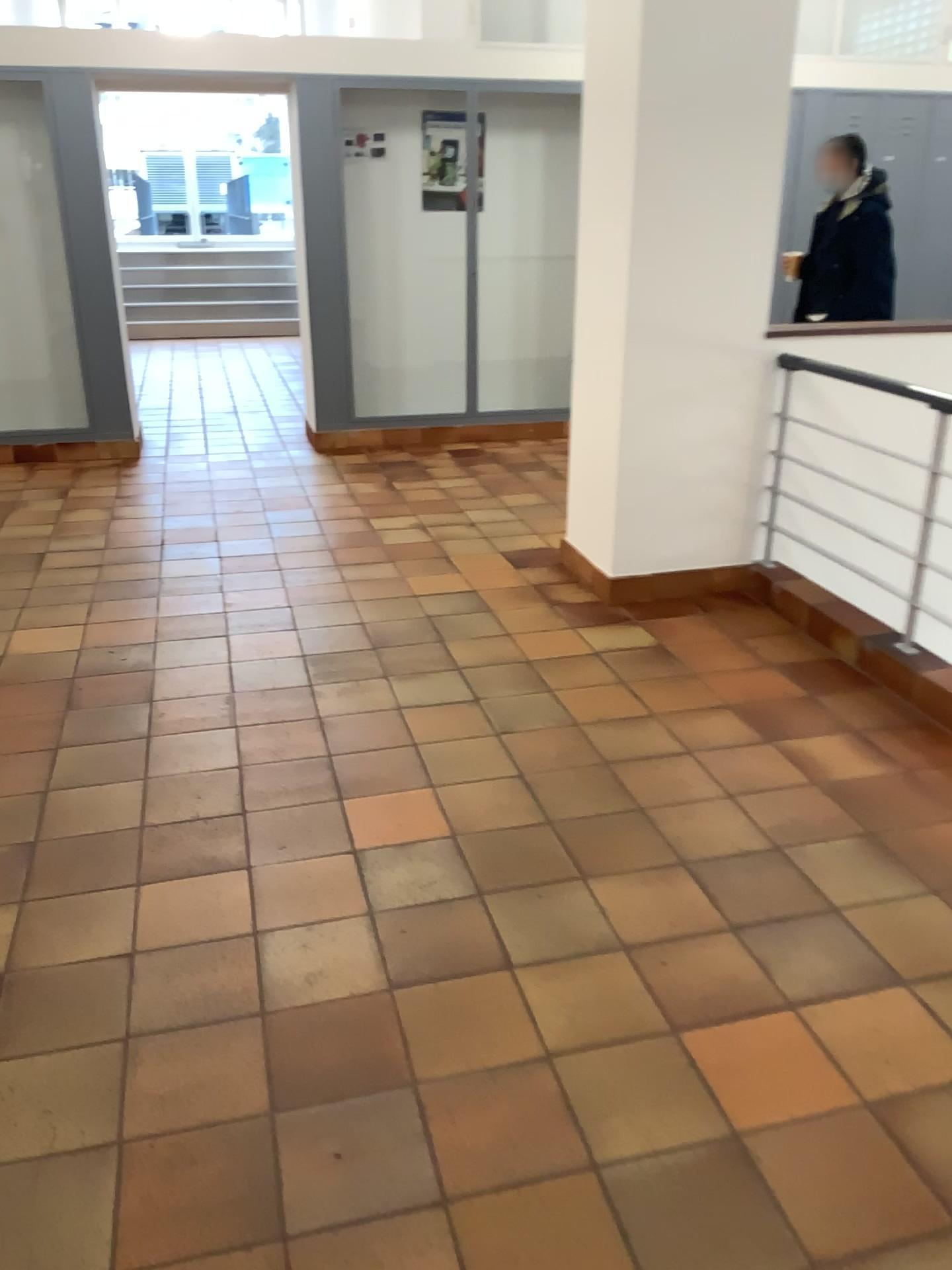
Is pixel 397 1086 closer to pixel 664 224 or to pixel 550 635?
pixel 550 635
